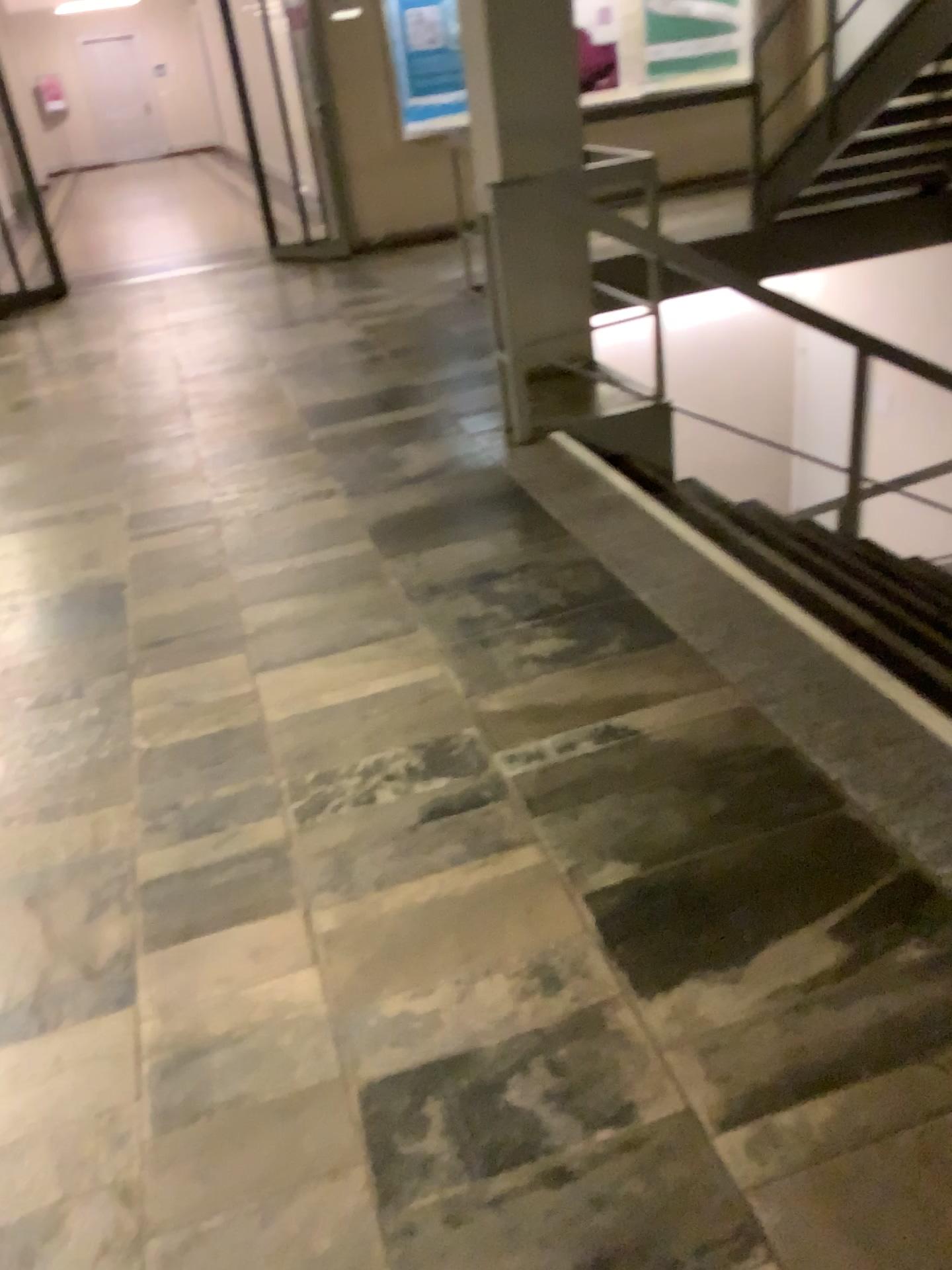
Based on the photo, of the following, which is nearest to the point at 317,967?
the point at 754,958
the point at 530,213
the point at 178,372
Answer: the point at 754,958
